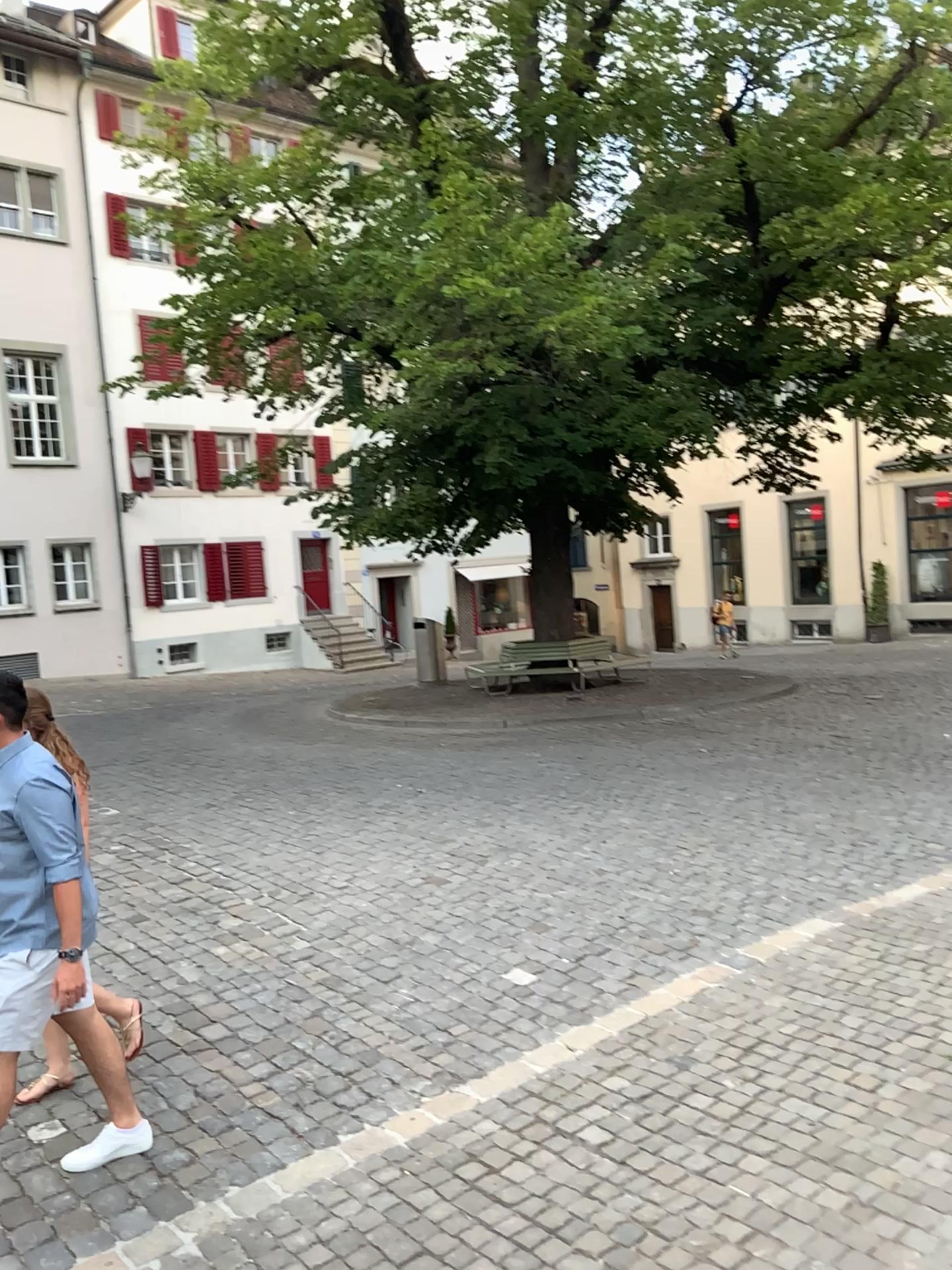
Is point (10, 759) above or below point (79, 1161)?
above

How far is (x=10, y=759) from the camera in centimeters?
338cm

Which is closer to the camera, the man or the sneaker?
the man

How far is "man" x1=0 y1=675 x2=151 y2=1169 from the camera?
3.4m

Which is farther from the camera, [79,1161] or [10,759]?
[79,1161]

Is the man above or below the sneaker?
above

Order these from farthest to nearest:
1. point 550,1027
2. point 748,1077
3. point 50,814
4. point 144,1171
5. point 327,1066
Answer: point 550,1027 → point 327,1066 → point 748,1077 → point 144,1171 → point 50,814
